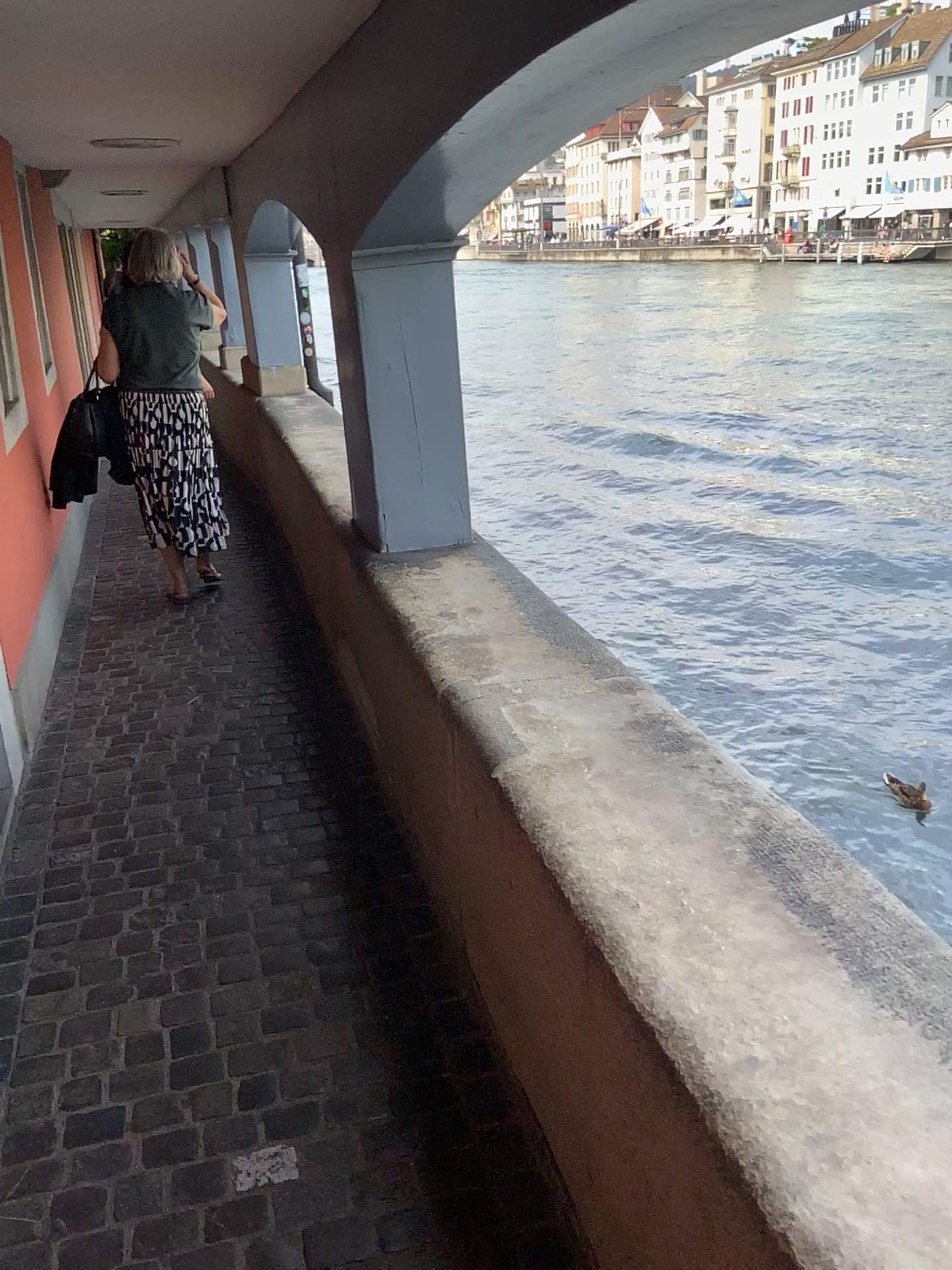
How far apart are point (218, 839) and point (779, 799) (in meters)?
1.67

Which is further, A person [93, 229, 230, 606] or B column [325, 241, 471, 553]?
A person [93, 229, 230, 606]

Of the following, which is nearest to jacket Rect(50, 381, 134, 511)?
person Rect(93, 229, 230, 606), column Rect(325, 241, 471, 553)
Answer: person Rect(93, 229, 230, 606)

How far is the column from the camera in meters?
3.0

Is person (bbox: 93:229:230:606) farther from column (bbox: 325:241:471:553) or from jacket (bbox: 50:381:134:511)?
column (bbox: 325:241:471:553)

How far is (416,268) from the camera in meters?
3.0 m

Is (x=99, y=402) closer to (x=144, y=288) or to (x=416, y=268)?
(x=144, y=288)

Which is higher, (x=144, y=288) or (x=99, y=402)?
(x=144, y=288)

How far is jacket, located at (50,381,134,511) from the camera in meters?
4.7 m

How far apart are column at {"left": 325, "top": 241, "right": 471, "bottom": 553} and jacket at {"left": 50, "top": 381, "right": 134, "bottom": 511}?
2.0m
